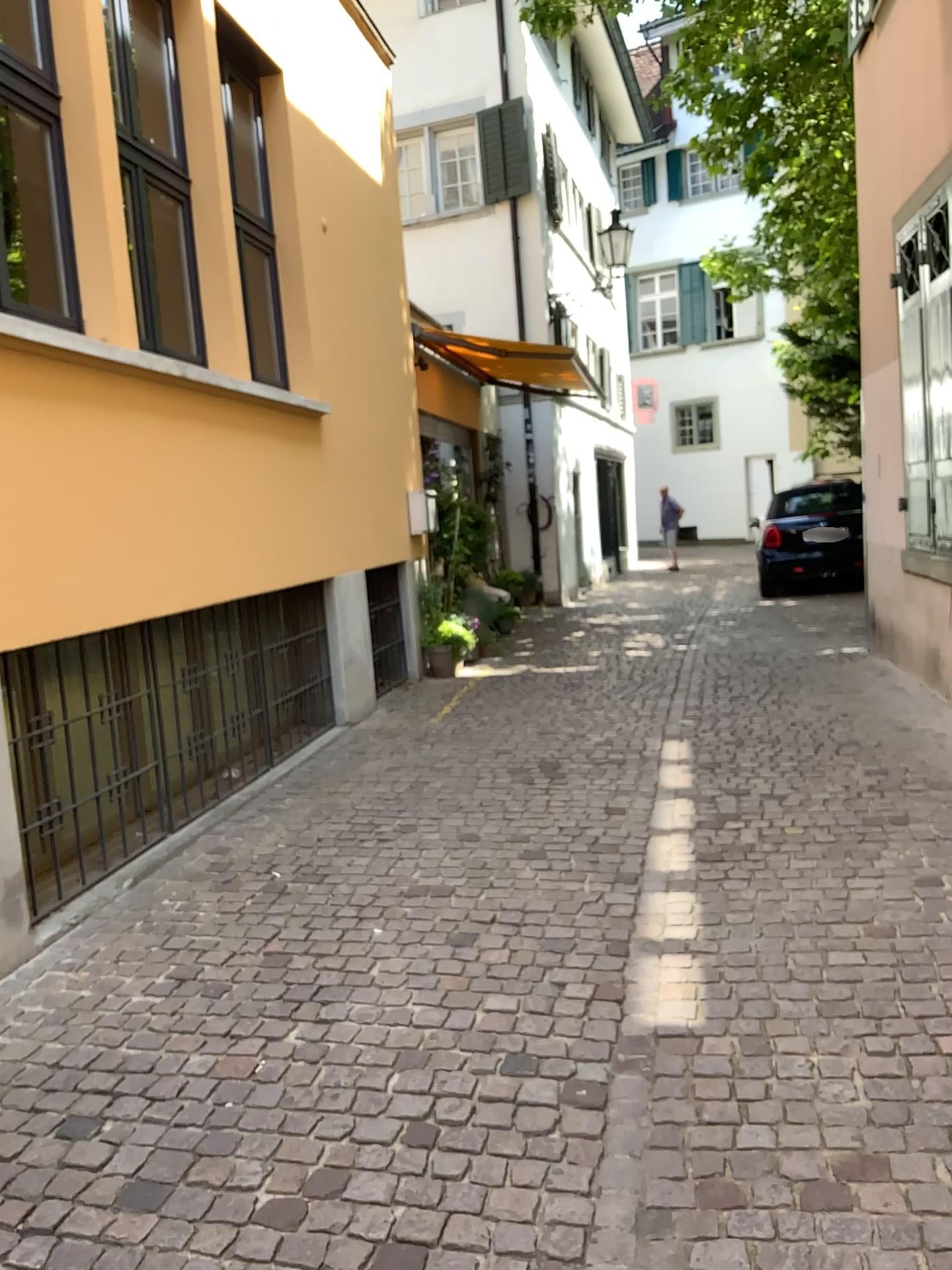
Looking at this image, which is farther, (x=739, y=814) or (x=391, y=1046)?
(x=739, y=814)
